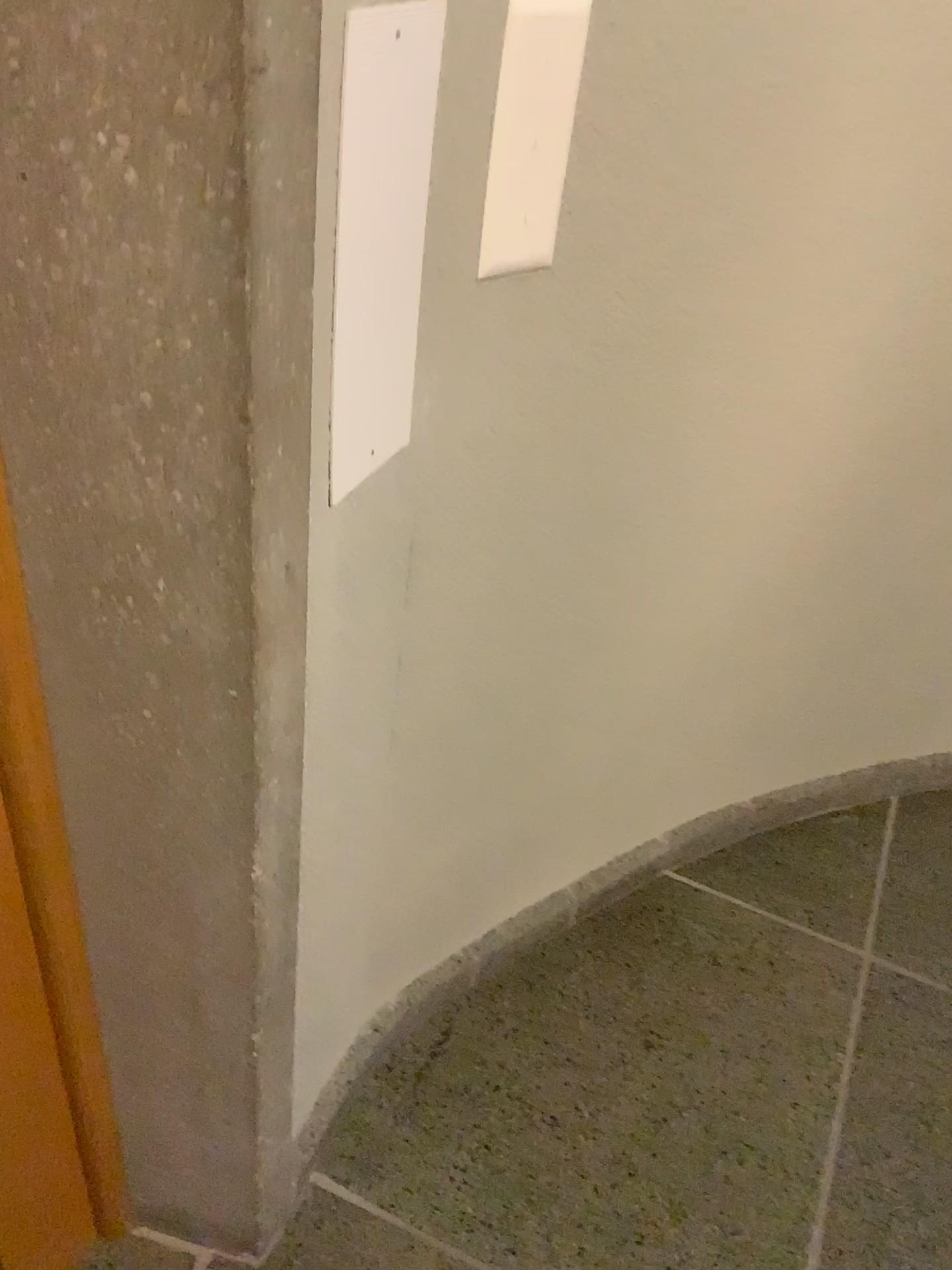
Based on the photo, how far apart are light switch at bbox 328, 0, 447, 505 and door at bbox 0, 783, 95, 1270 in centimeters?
39cm

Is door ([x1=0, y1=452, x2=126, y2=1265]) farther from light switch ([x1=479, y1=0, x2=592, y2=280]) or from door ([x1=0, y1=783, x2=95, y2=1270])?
light switch ([x1=479, y1=0, x2=592, y2=280])

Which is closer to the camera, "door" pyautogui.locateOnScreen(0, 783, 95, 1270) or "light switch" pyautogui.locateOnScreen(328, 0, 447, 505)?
"light switch" pyautogui.locateOnScreen(328, 0, 447, 505)

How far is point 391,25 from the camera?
0.7m

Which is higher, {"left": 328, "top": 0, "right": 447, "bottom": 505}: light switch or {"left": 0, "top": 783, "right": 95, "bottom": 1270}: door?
{"left": 328, "top": 0, "right": 447, "bottom": 505}: light switch

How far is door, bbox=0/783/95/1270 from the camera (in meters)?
0.91

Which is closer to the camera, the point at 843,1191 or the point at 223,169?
the point at 223,169

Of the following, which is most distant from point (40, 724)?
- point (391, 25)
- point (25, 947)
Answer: point (391, 25)

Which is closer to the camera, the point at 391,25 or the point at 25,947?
the point at 391,25

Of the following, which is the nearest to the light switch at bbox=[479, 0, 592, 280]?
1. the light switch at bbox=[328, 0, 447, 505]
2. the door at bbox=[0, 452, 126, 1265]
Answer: the light switch at bbox=[328, 0, 447, 505]
